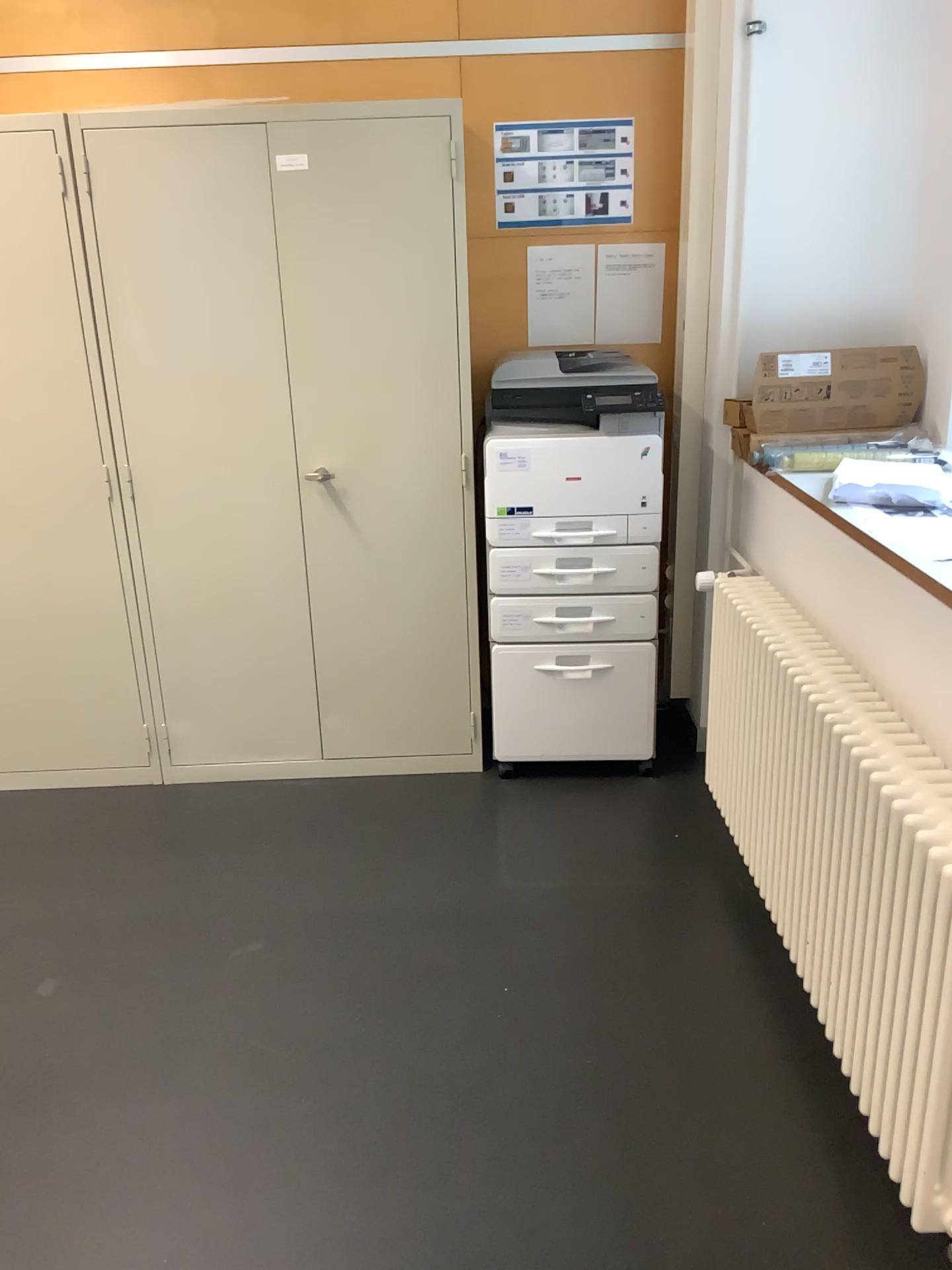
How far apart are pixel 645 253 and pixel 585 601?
1.13m

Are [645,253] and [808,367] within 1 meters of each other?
yes

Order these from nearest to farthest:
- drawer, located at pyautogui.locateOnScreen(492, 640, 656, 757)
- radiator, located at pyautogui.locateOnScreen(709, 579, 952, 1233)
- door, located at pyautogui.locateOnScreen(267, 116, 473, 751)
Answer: radiator, located at pyautogui.locateOnScreen(709, 579, 952, 1233) → door, located at pyautogui.locateOnScreen(267, 116, 473, 751) → drawer, located at pyautogui.locateOnScreen(492, 640, 656, 757)

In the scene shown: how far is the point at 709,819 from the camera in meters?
3.0

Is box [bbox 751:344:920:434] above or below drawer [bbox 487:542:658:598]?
above

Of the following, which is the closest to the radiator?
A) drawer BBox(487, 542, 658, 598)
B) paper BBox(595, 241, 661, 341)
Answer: drawer BBox(487, 542, 658, 598)

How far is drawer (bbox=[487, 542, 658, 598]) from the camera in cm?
300

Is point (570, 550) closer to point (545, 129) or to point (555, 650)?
point (555, 650)

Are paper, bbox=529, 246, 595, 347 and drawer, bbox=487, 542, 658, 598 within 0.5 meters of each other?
no

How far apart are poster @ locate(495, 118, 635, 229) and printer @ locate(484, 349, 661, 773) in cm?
42
